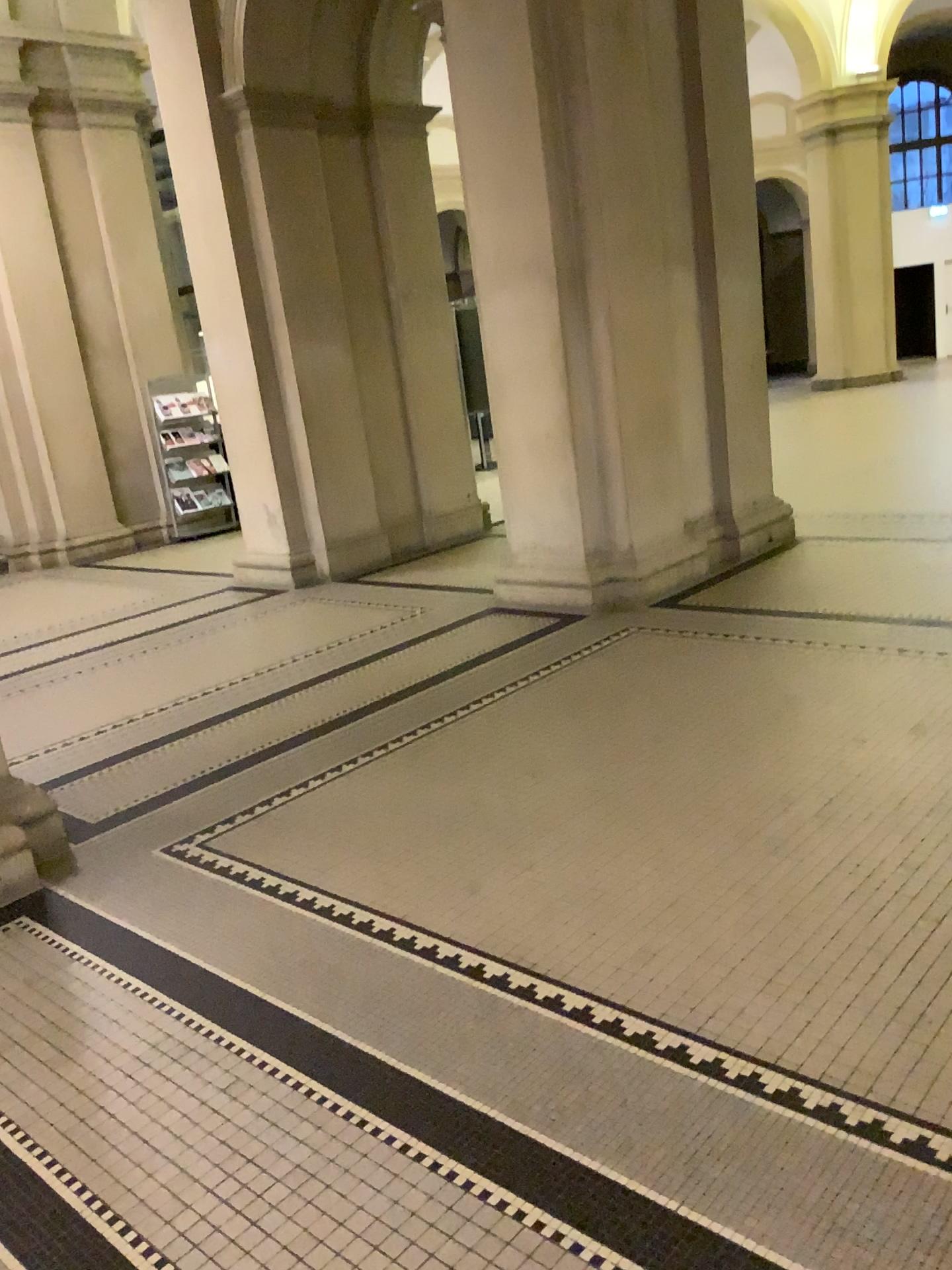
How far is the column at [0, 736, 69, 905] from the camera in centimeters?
322cm

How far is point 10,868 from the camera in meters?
3.2

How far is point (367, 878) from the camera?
3.0m
